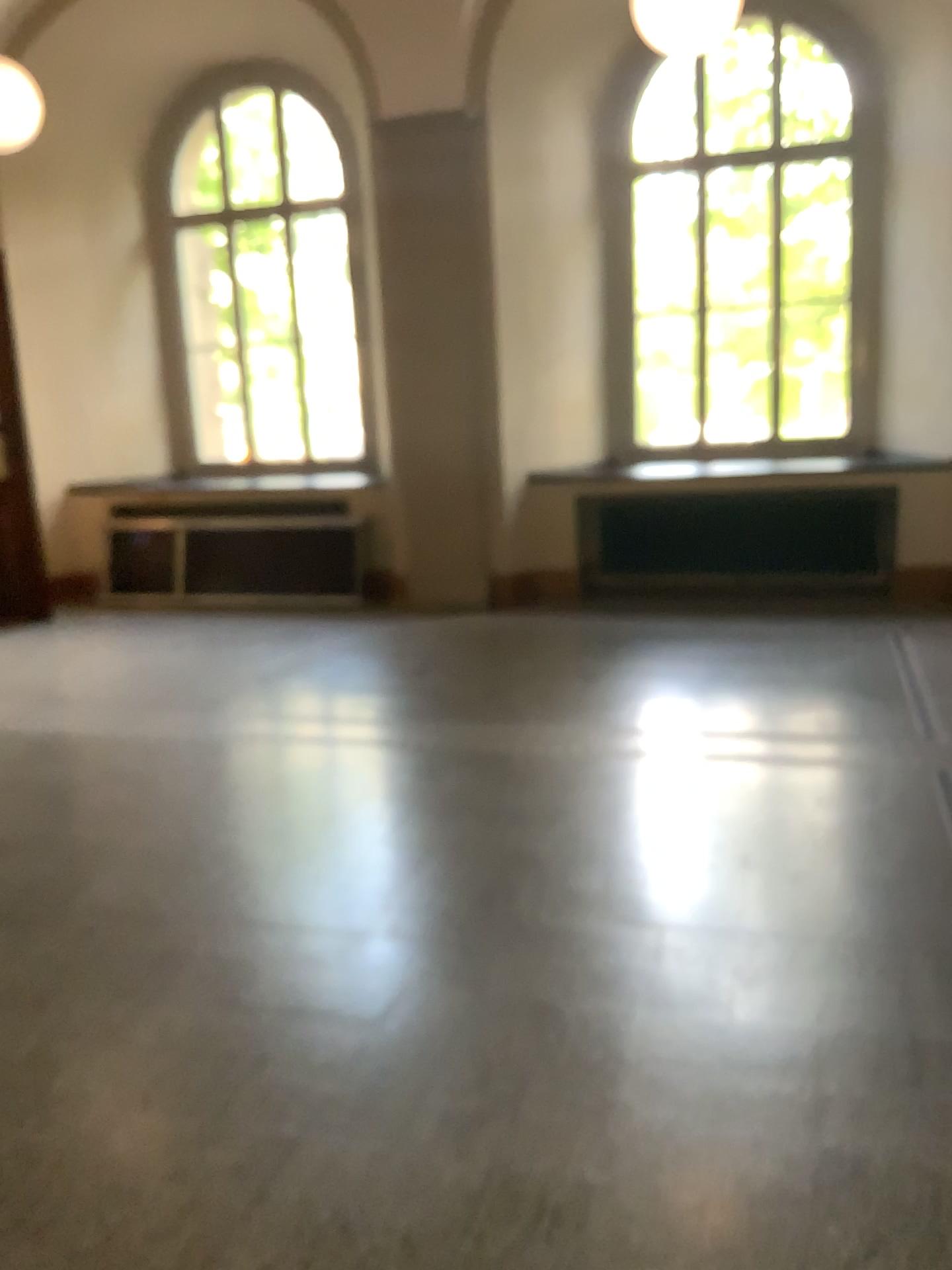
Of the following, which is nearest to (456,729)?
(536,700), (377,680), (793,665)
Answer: (536,700)
